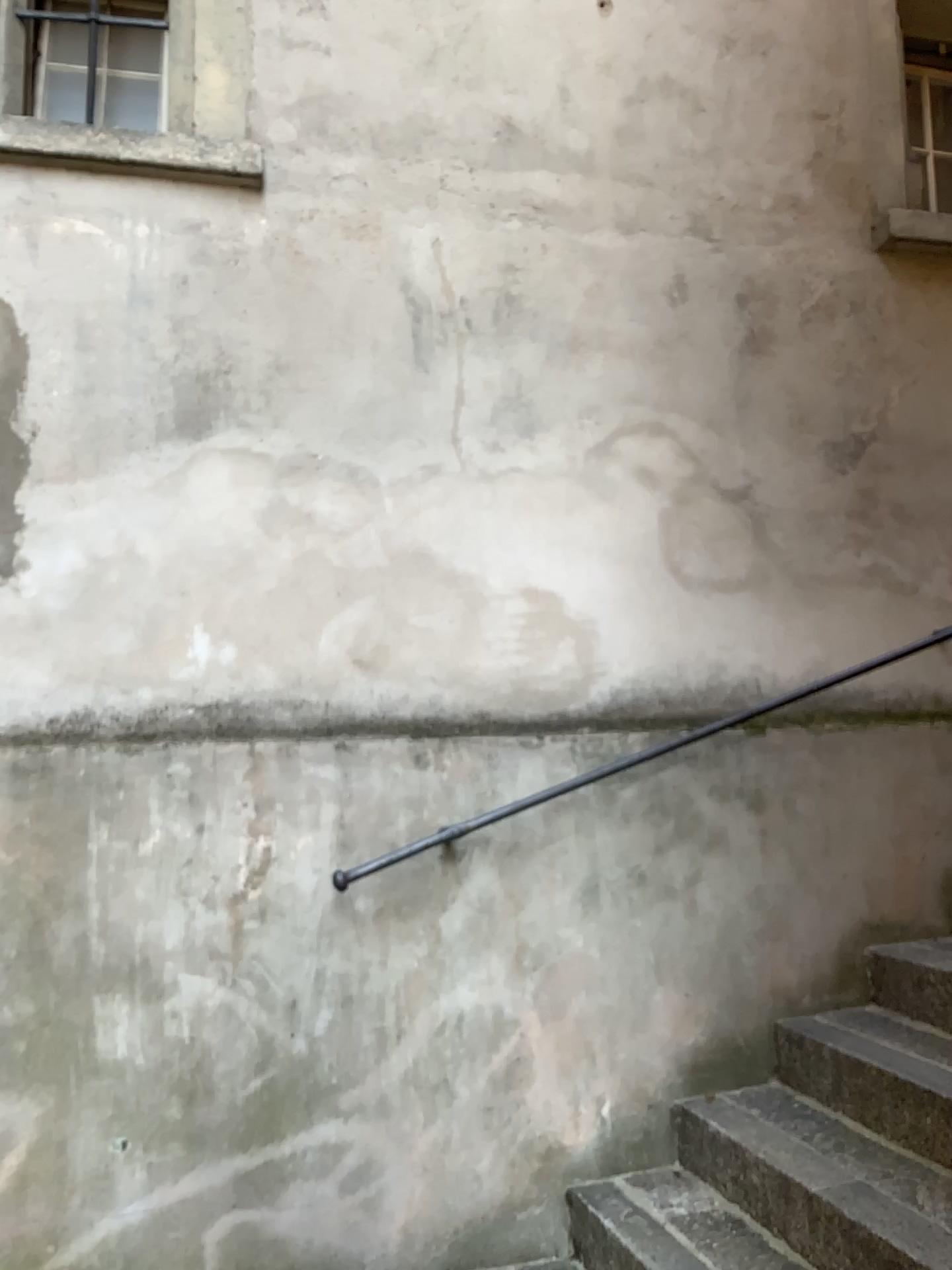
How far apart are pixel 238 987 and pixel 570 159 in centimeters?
254cm

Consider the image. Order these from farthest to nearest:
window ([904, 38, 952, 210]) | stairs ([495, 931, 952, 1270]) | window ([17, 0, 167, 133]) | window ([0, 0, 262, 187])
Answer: window ([904, 38, 952, 210])
window ([17, 0, 167, 133])
window ([0, 0, 262, 187])
stairs ([495, 931, 952, 1270])

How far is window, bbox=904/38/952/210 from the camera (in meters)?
3.78

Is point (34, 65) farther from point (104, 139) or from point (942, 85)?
point (942, 85)

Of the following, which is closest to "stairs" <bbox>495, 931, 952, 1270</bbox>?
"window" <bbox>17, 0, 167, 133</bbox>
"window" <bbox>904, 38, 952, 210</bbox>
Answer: "window" <bbox>904, 38, 952, 210</bbox>

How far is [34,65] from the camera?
3.2m

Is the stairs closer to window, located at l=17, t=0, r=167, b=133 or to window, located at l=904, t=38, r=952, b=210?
window, located at l=904, t=38, r=952, b=210

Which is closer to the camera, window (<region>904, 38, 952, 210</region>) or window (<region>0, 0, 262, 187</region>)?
window (<region>0, 0, 262, 187</region>)

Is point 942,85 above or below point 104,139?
above

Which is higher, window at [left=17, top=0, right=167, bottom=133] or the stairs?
window at [left=17, top=0, right=167, bottom=133]
